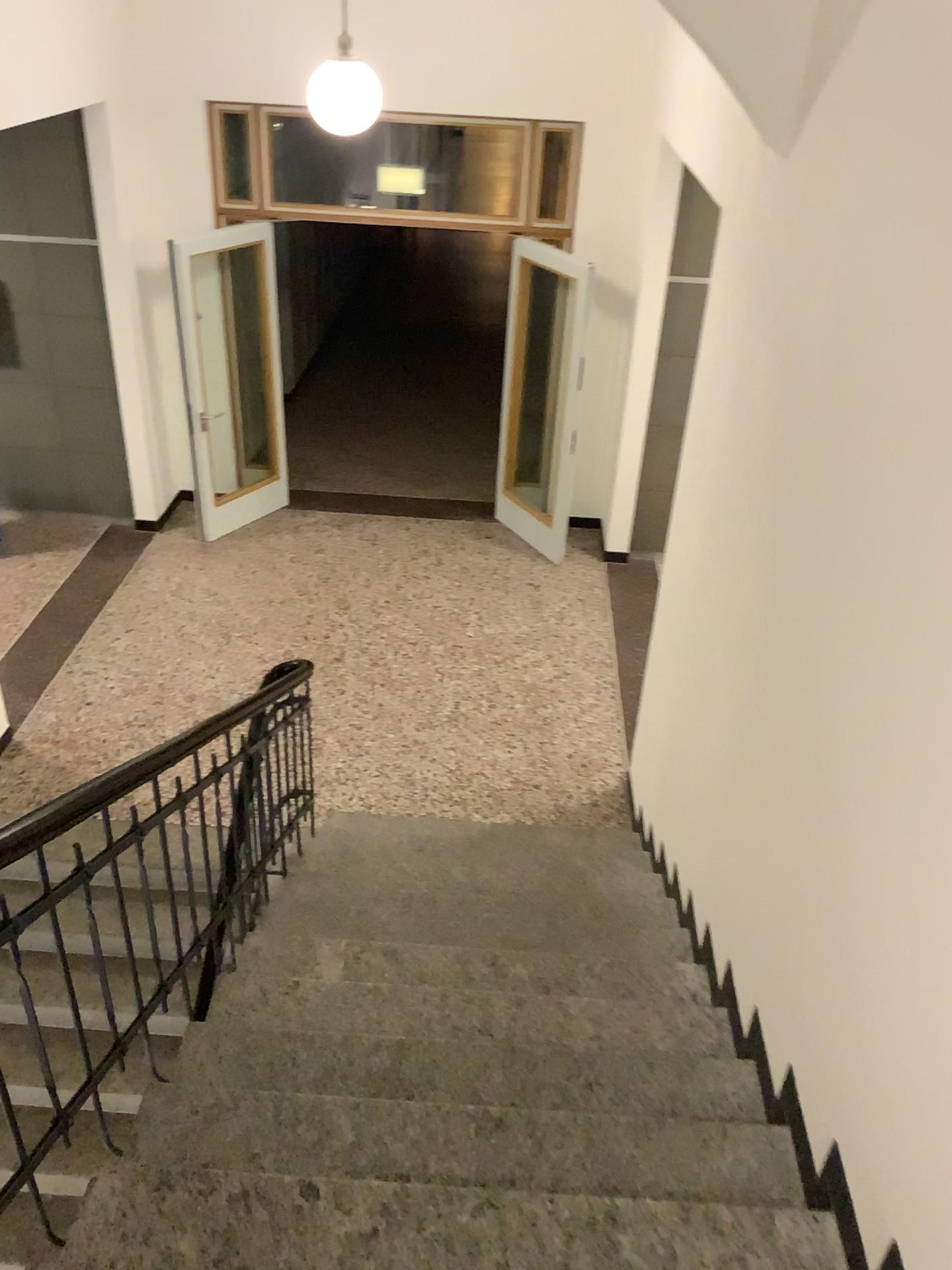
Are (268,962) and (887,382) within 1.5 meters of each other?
no
